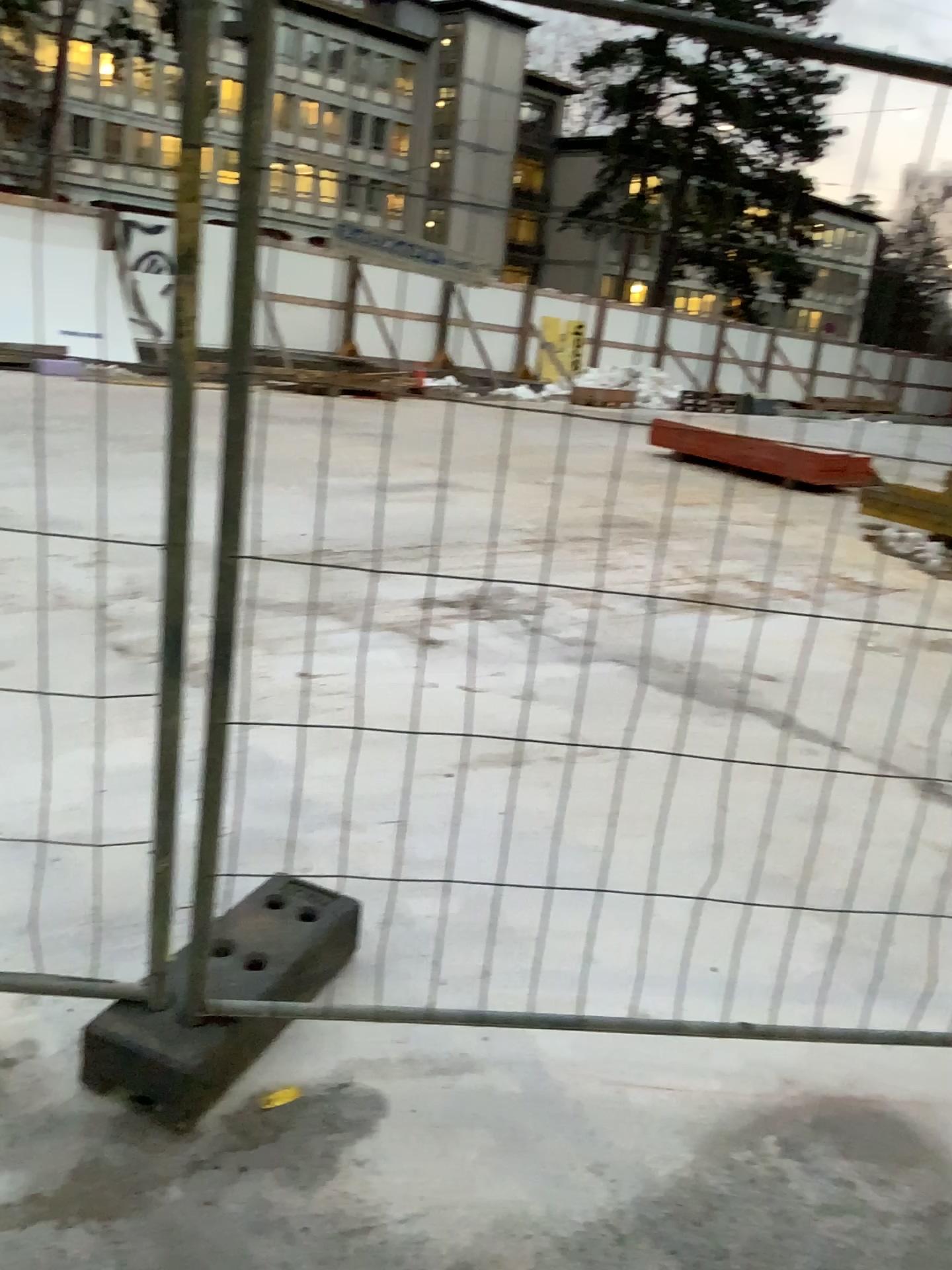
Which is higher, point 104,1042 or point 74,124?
point 74,124

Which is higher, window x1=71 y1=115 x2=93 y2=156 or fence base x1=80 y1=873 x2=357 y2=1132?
window x1=71 y1=115 x2=93 y2=156

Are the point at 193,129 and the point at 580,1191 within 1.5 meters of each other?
no
